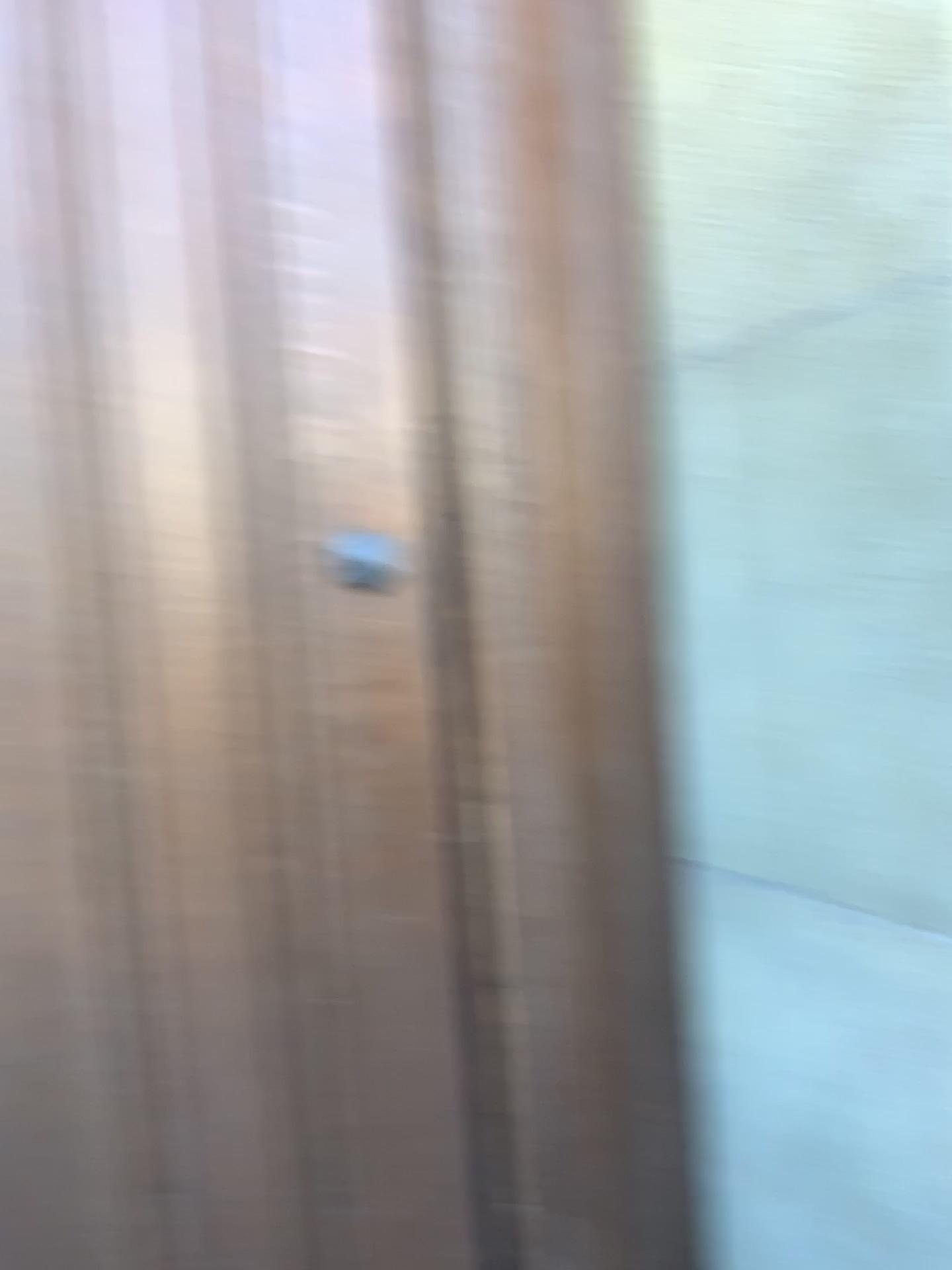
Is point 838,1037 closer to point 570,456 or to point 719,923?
point 719,923

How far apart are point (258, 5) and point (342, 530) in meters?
0.5 m

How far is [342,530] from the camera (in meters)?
1.07

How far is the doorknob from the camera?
1.1 meters

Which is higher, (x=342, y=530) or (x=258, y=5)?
(x=258, y=5)

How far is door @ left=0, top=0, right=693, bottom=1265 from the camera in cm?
104
